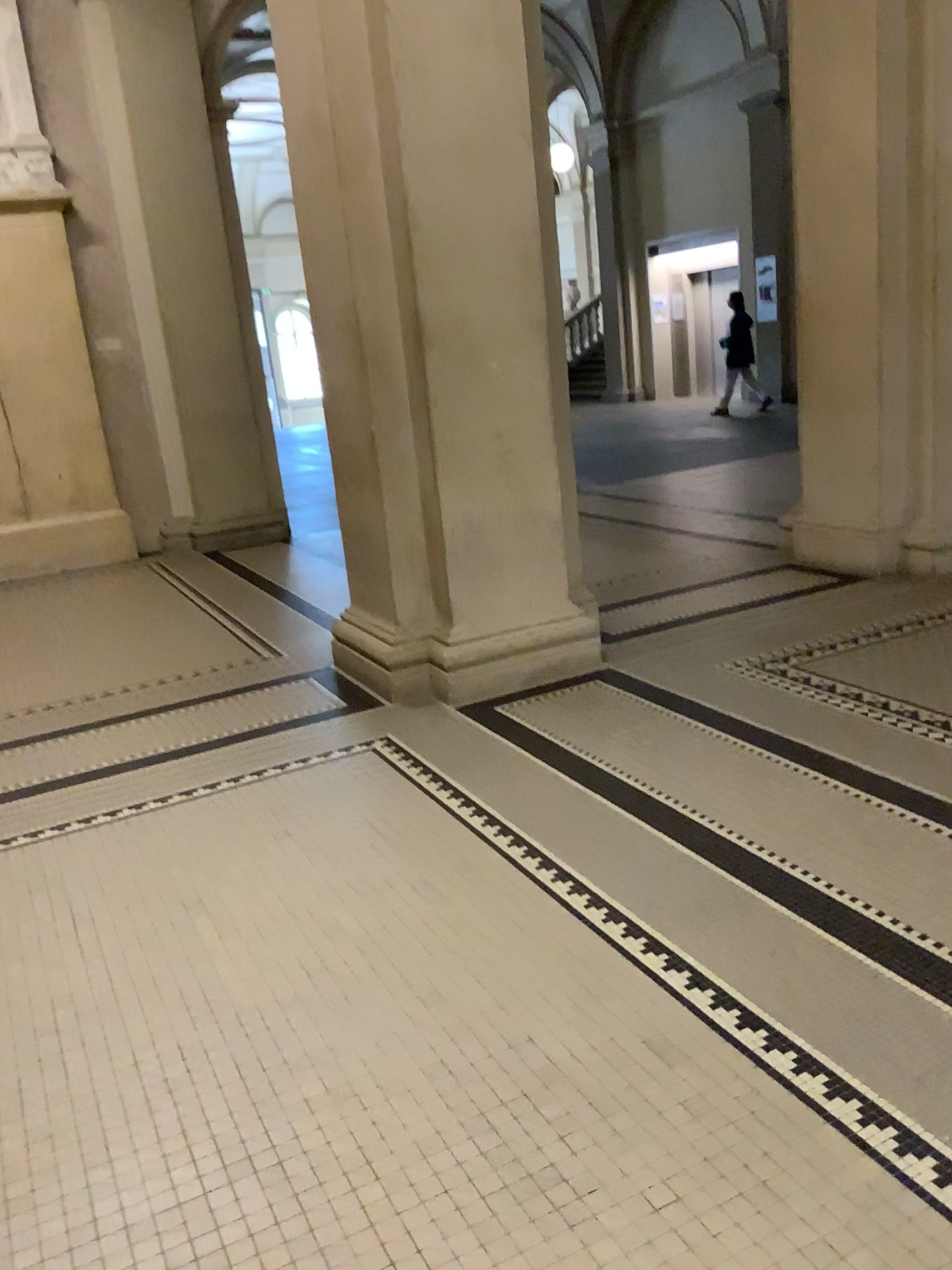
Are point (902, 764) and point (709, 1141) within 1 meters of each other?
no
